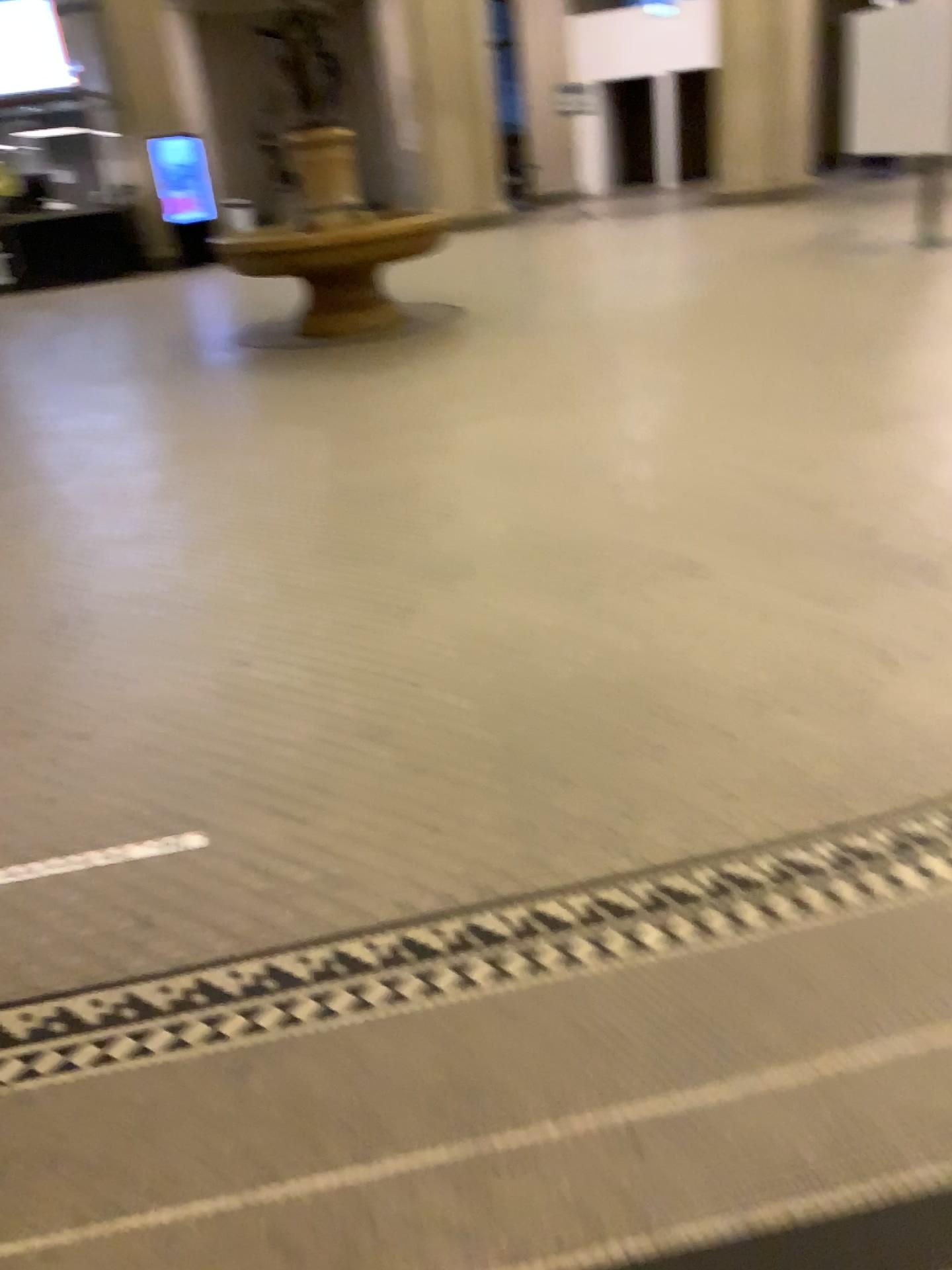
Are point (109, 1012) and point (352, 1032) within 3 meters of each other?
yes
